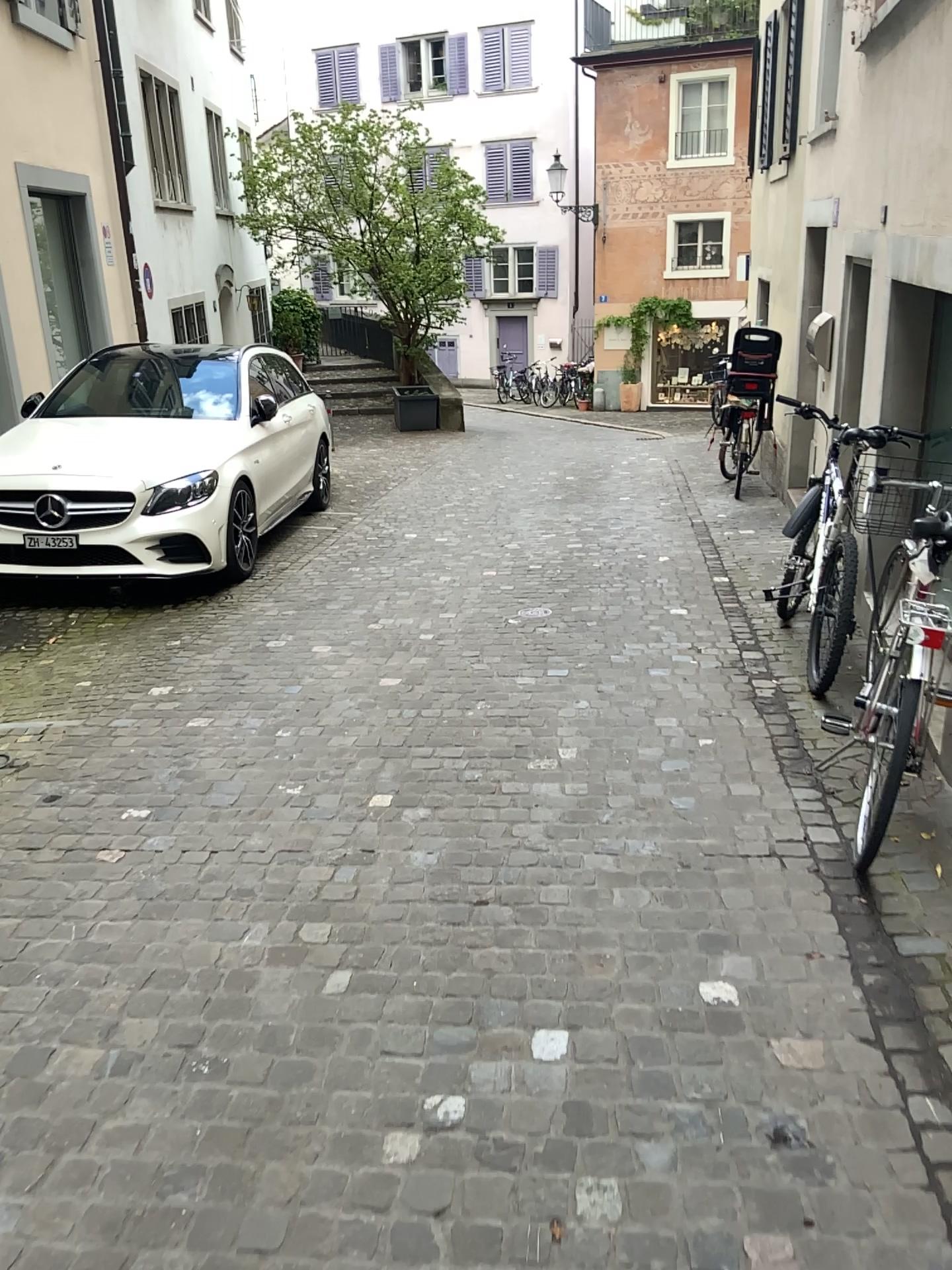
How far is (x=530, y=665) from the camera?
4.7m
